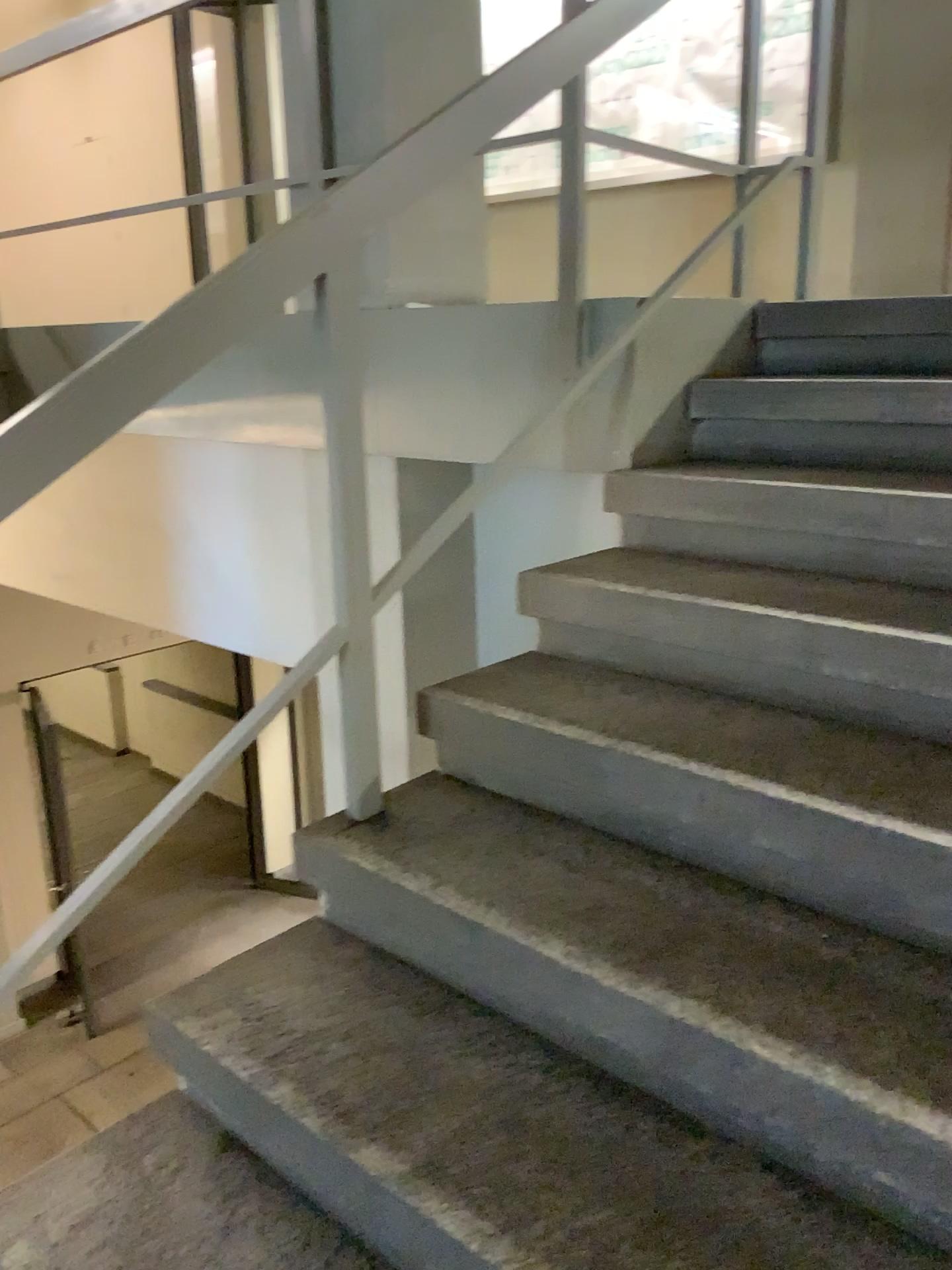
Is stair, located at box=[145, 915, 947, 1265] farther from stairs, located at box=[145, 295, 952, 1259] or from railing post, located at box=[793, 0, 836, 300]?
railing post, located at box=[793, 0, 836, 300]

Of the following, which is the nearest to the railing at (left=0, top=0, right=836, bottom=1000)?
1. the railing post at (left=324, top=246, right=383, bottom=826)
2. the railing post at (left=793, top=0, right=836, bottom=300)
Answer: the railing post at (left=324, top=246, right=383, bottom=826)

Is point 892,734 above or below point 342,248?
below

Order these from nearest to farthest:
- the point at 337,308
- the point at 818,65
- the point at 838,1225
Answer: the point at 838,1225
the point at 337,308
the point at 818,65

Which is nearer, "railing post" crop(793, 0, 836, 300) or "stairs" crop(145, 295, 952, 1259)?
"stairs" crop(145, 295, 952, 1259)

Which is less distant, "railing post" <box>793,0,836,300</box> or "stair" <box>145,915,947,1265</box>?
"stair" <box>145,915,947,1265</box>

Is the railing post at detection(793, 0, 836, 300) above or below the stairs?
above

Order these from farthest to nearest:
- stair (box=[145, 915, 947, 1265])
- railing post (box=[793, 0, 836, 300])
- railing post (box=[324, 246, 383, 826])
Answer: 1. railing post (box=[793, 0, 836, 300])
2. railing post (box=[324, 246, 383, 826])
3. stair (box=[145, 915, 947, 1265])

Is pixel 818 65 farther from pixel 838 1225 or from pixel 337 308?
pixel 838 1225

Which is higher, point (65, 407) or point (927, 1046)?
point (65, 407)
